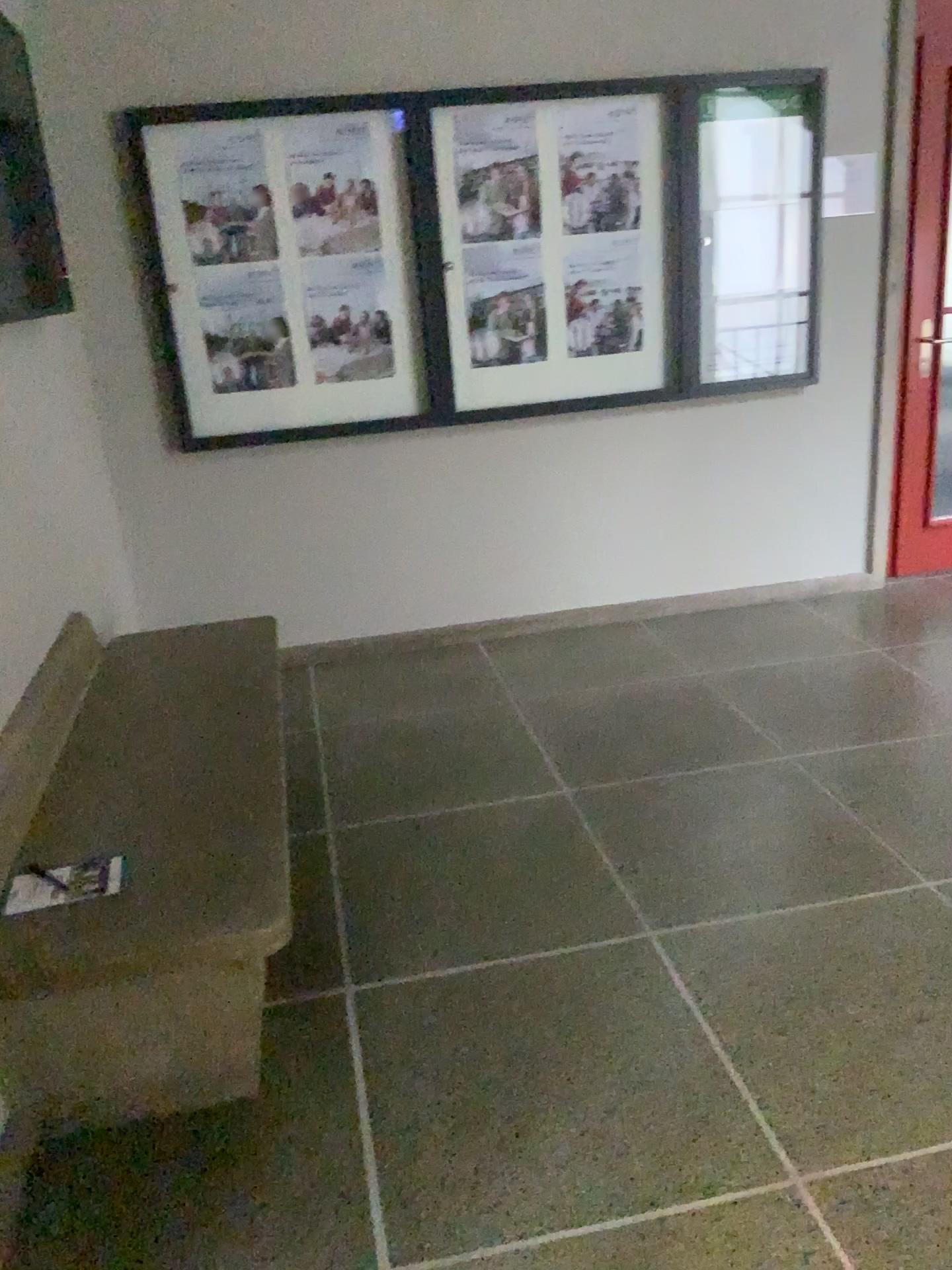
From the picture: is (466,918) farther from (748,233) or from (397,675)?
(748,233)

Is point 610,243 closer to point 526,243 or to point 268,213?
point 526,243

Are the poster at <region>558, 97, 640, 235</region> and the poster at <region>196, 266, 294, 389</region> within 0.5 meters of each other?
no

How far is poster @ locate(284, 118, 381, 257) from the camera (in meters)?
3.62

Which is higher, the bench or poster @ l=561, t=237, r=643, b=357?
poster @ l=561, t=237, r=643, b=357

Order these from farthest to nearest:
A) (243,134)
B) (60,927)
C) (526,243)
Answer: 1. (526,243)
2. (243,134)
3. (60,927)

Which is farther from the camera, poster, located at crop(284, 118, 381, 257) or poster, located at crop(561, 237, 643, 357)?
poster, located at crop(561, 237, 643, 357)

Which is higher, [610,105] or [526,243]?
[610,105]

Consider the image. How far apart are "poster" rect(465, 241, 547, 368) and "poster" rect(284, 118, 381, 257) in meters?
0.4 m

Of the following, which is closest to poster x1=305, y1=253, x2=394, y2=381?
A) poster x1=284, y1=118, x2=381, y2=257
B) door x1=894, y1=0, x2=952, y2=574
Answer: poster x1=284, y1=118, x2=381, y2=257
